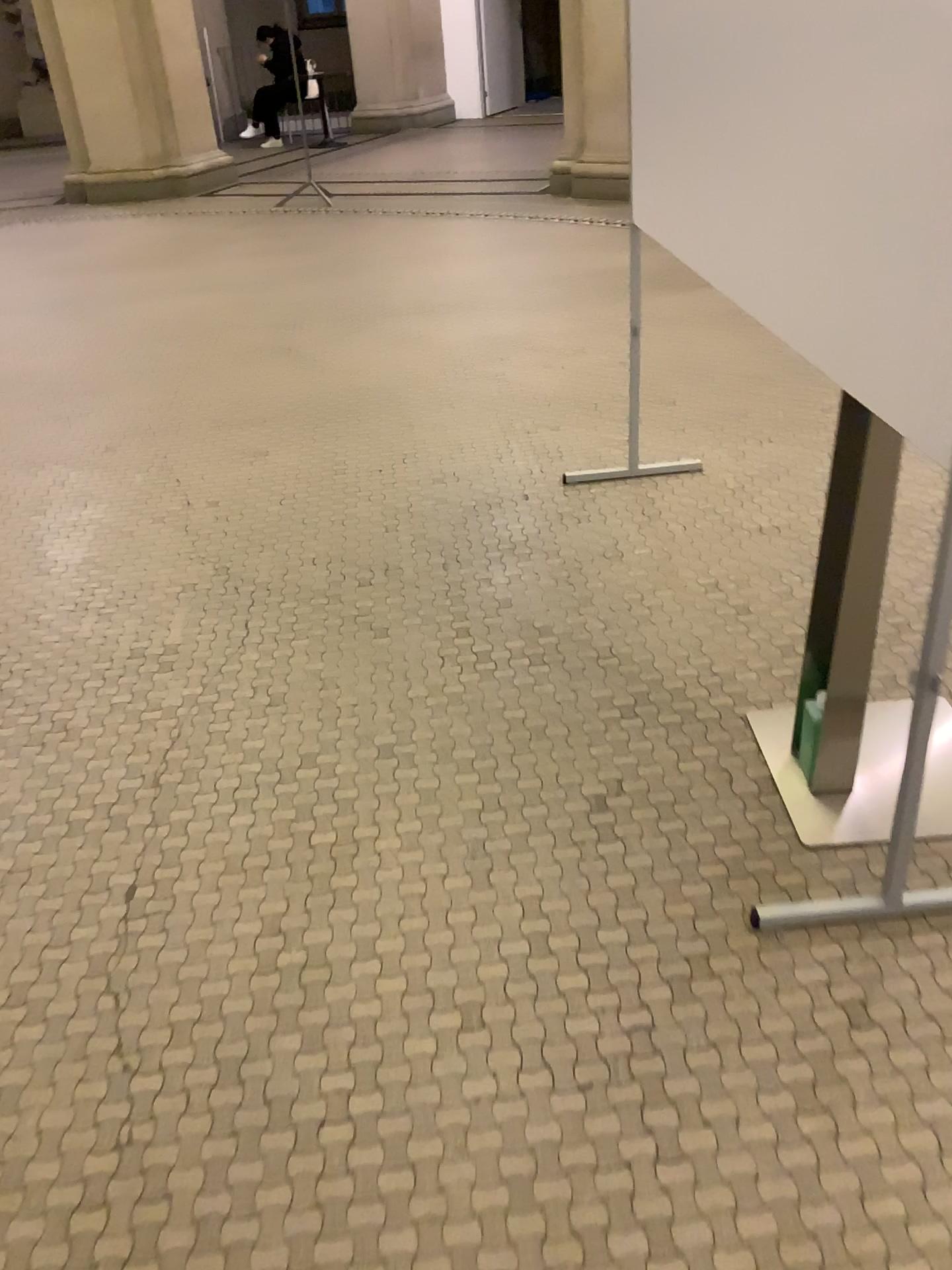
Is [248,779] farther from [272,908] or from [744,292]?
[744,292]

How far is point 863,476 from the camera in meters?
1.6

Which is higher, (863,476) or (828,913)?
(863,476)

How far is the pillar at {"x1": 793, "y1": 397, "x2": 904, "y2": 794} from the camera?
1.61m
